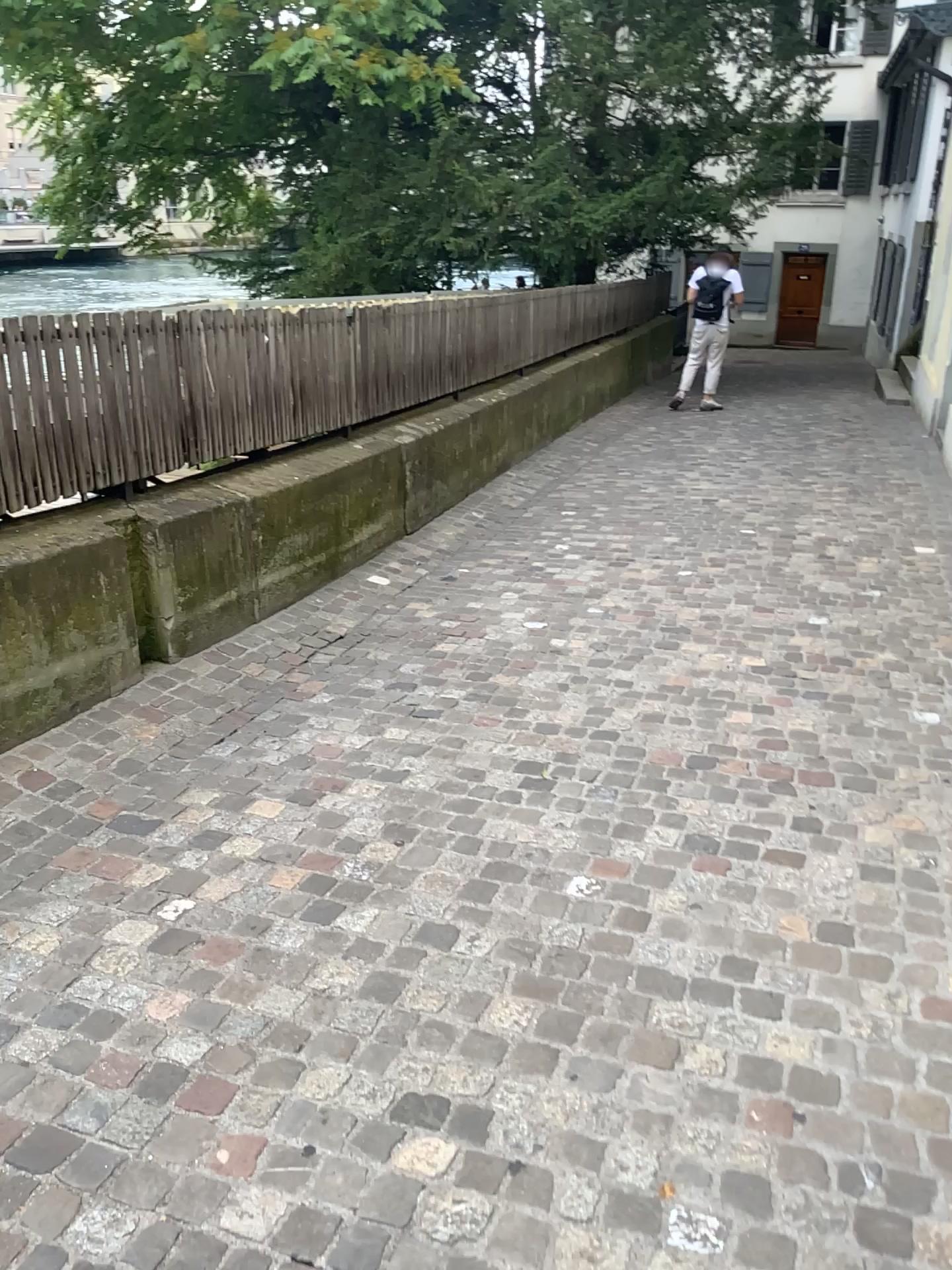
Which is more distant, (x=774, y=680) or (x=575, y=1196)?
(x=774, y=680)
